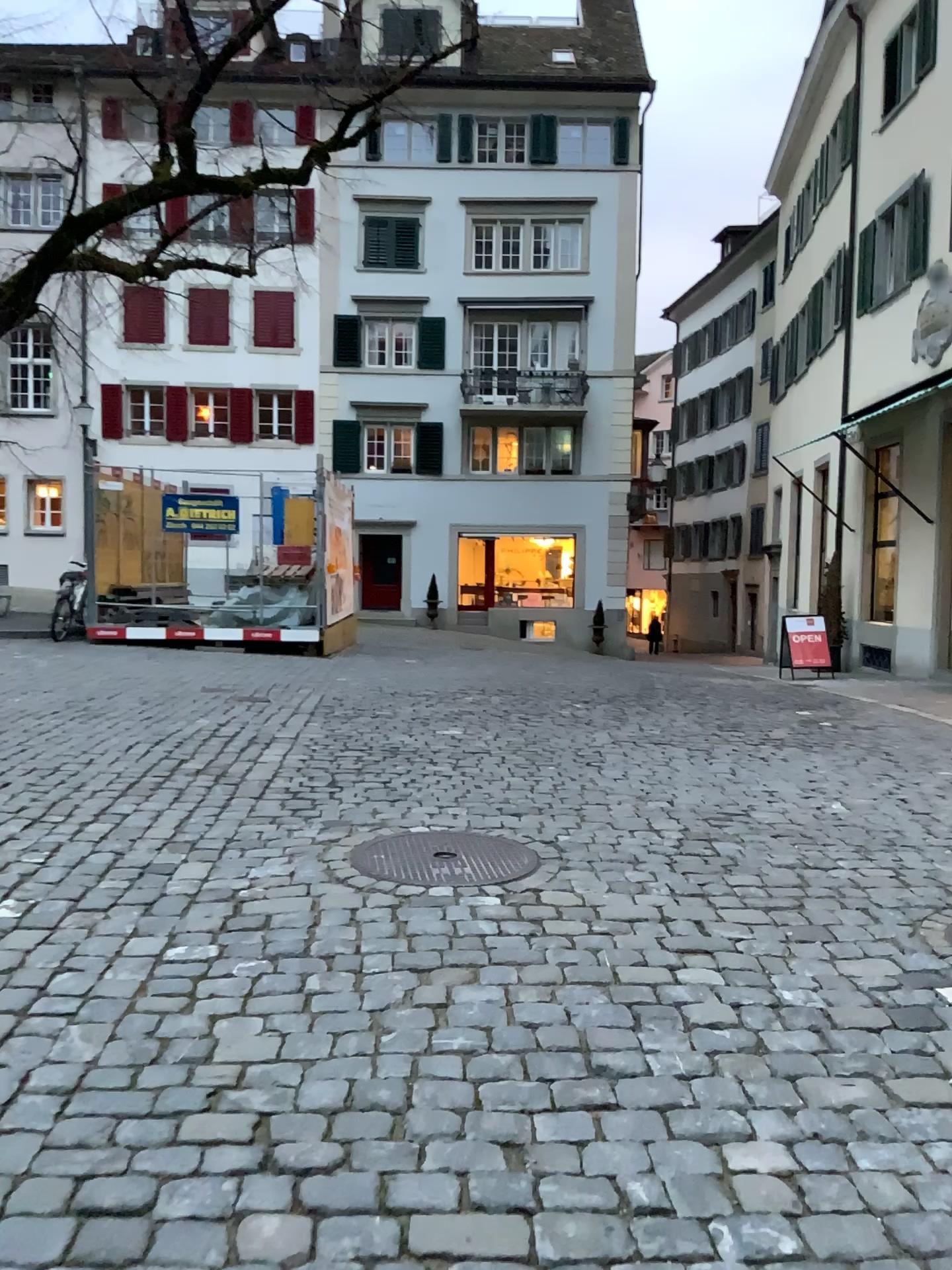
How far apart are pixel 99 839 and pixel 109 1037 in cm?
177
